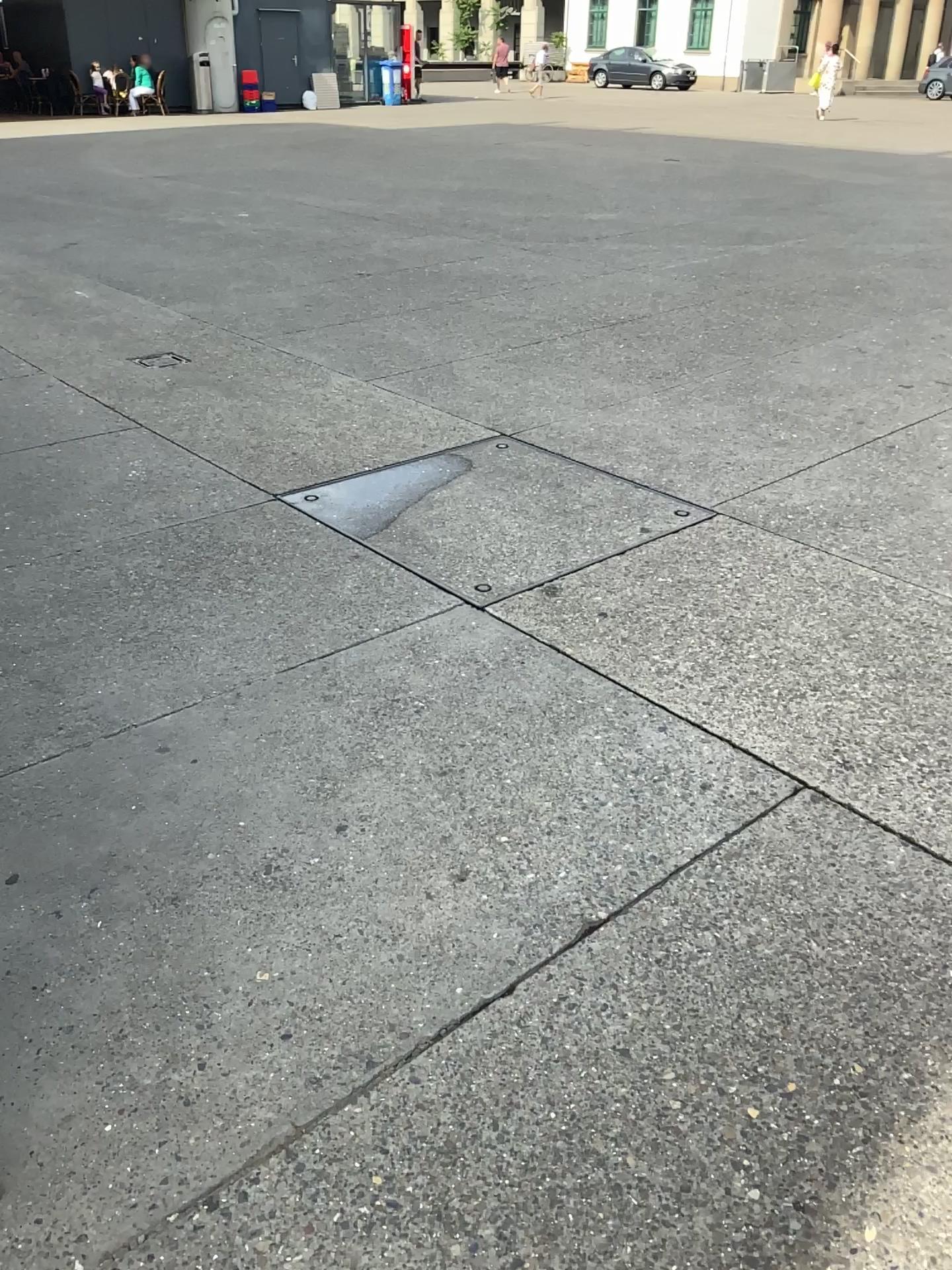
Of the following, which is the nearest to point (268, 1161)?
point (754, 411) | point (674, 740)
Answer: point (674, 740)
